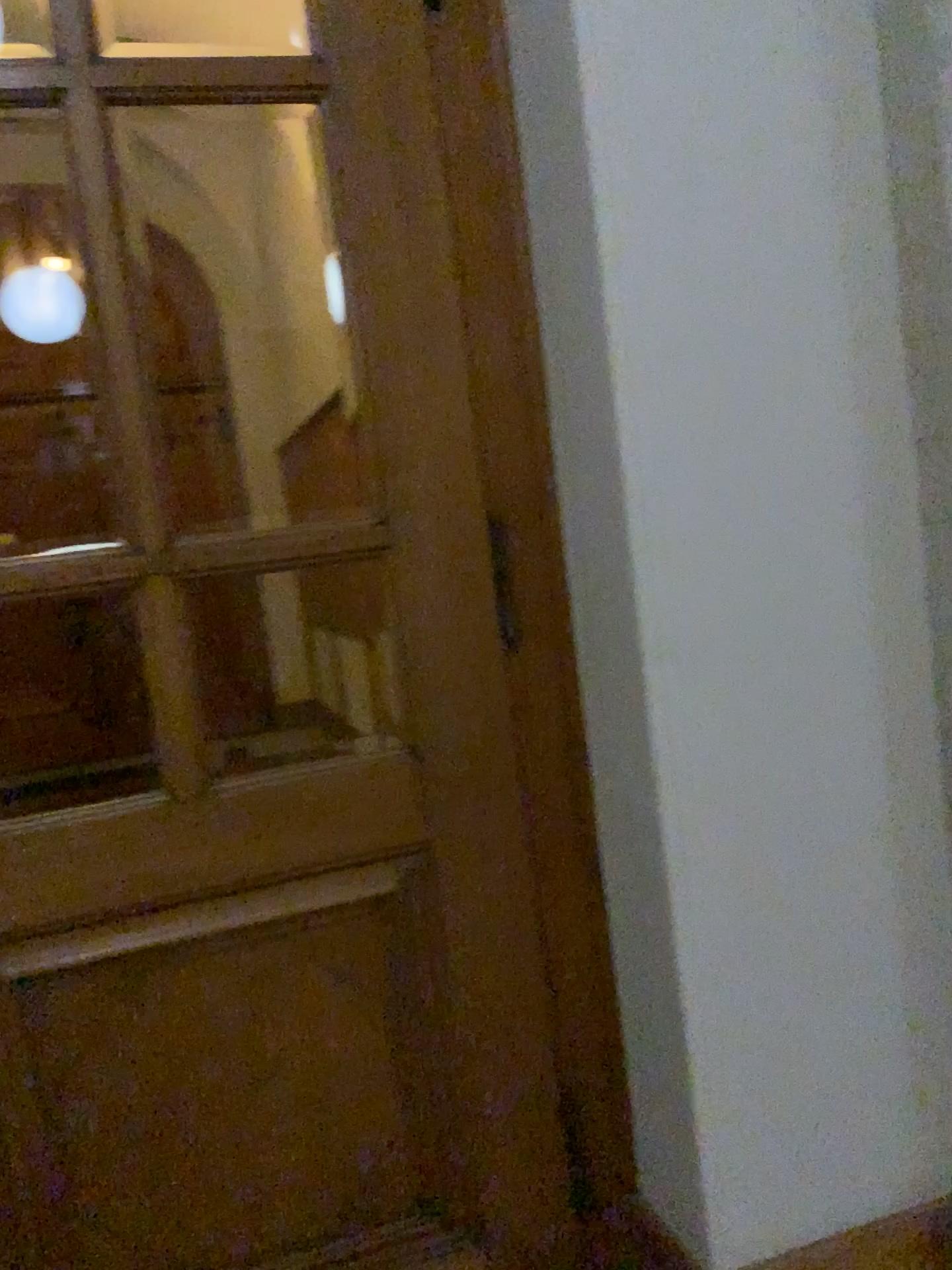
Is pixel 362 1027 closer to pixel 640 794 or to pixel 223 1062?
pixel 223 1062

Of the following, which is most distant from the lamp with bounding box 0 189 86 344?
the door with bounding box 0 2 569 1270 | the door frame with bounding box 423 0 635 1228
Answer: the door frame with bounding box 423 0 635 1228

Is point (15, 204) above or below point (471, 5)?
below

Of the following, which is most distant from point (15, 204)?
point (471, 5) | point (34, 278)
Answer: point (471, 5)

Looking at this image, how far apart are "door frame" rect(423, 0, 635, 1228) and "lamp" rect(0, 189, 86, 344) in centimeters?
59cm

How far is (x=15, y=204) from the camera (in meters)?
1.49

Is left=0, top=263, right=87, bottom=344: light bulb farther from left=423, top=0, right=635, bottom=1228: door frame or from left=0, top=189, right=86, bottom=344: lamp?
left=423, top=0, right=635, bottom=1228: door frame

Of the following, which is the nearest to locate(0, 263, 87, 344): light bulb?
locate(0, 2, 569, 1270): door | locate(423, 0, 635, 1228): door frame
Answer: locate(0, 2, 569, 1270): door

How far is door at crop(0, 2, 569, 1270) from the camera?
1.5m

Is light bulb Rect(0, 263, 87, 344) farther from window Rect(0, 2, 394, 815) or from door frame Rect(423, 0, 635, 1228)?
door frame Rect(423, 0, 635, 1228)
